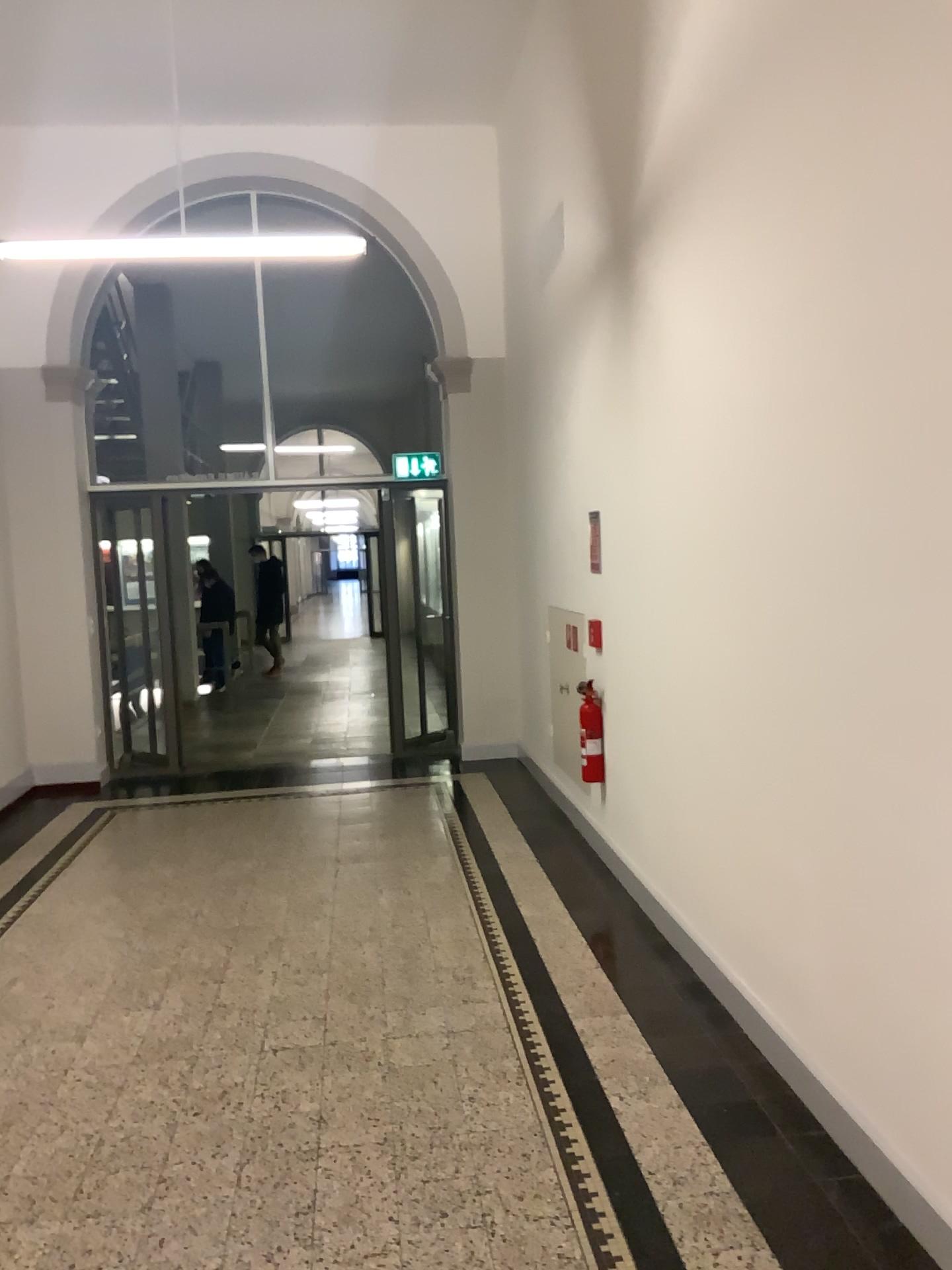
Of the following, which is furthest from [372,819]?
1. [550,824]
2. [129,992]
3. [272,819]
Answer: [129,992]
